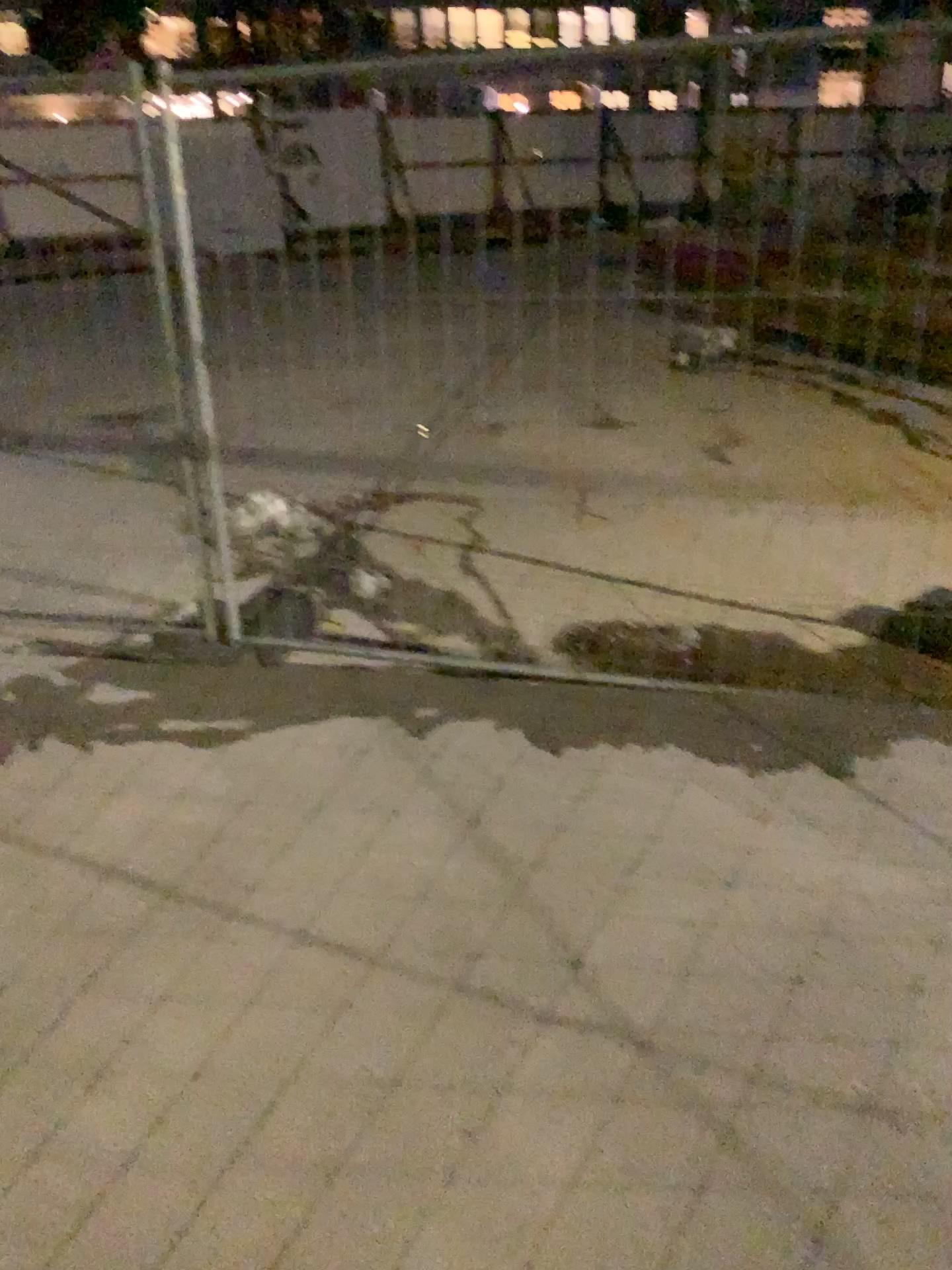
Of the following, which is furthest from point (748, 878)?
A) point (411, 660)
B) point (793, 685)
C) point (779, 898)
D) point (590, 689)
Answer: point (411, 660)
